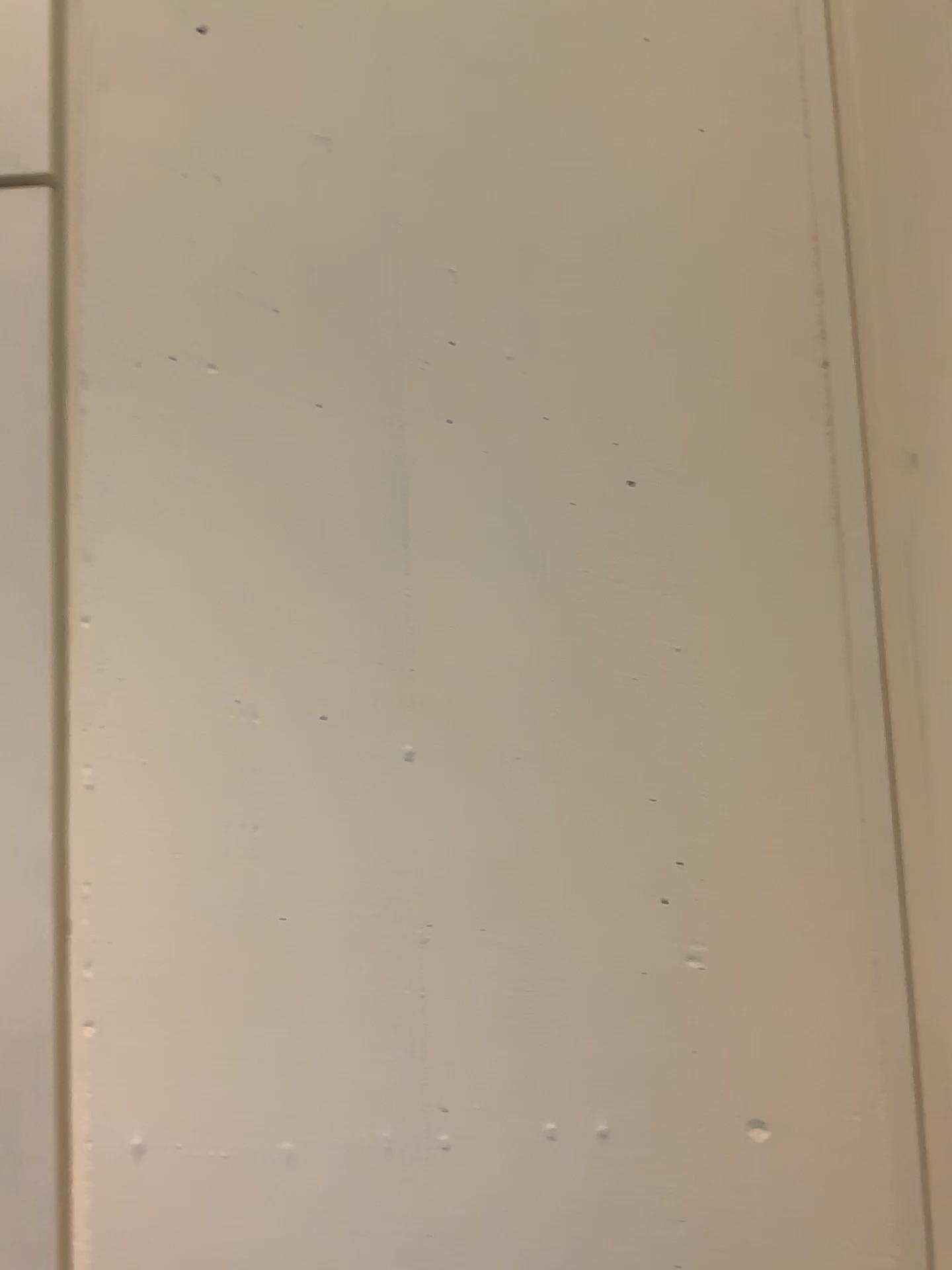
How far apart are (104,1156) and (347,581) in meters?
0.4 m
